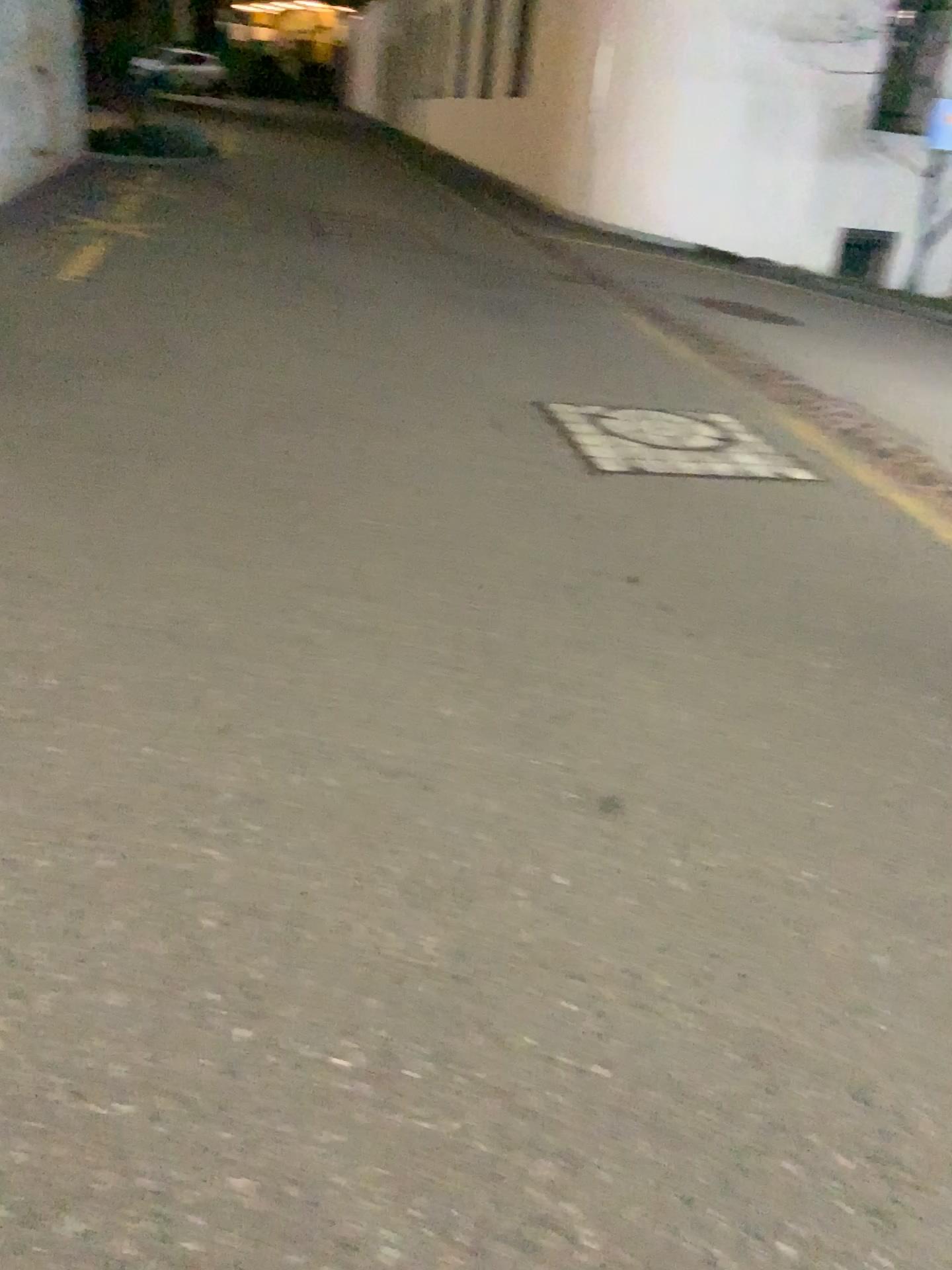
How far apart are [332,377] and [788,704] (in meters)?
3.12
